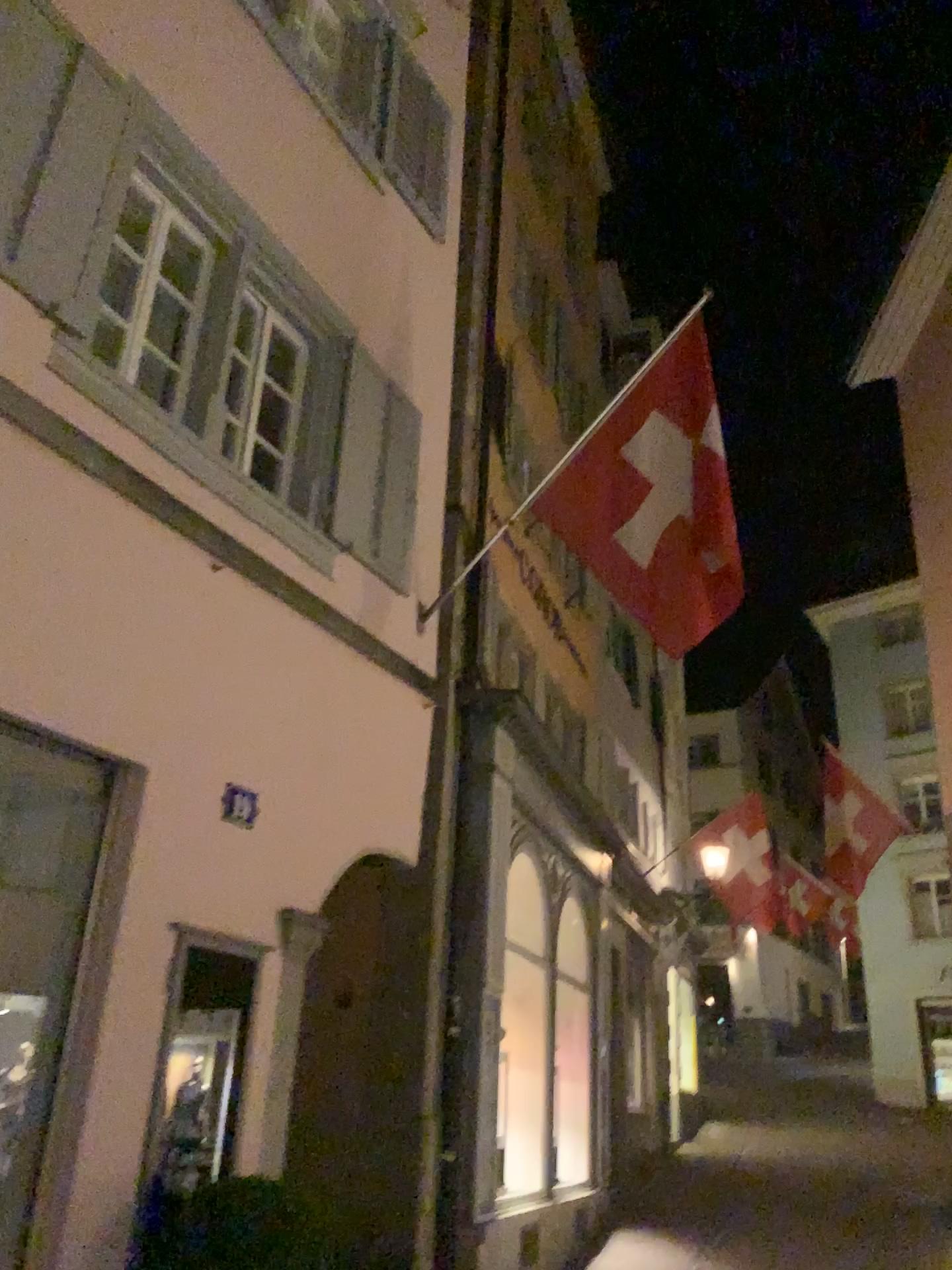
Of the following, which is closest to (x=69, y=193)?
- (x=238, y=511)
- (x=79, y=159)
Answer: (x=79, y=159)
